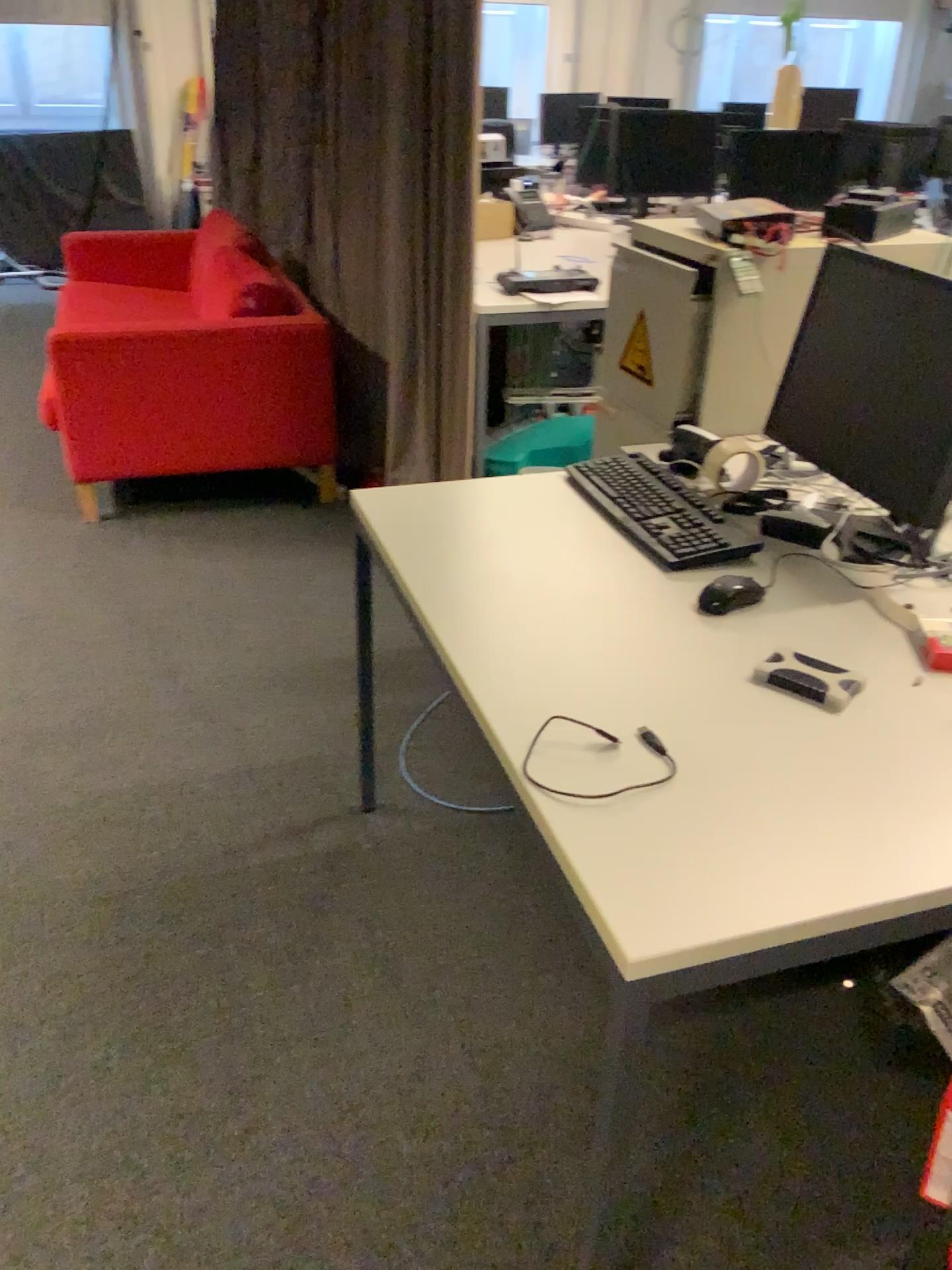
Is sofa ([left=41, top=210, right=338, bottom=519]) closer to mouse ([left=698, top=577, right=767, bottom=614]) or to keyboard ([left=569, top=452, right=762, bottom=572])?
keyboard ([left=569, top=452, right=762, bottom=572])

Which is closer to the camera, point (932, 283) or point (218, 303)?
point (932, 283)

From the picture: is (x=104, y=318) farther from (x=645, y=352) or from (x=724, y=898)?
(x=724, y=898)

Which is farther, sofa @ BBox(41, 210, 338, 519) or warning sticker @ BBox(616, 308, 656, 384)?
sofa @ BBox(41, 210, 338, 519)

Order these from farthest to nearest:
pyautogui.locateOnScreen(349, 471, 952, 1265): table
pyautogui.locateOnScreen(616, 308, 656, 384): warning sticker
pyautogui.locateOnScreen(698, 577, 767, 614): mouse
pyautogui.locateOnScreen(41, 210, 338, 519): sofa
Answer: pyautogui.locateOnScreen(41, 210, 338, 519): sofa → pyautogui.locateOnScreen(616, 308, 656, 384): warning sticker → pyautogui.locateOnScreen(698, 577, 767, 614): mouse → pyautogui.locateOnScreen(349, 471, 952, 1265): table

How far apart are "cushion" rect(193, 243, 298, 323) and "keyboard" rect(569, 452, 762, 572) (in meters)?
1.88

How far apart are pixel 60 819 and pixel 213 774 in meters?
0.3 m

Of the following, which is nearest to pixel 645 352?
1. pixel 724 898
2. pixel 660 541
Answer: pixel 660 541

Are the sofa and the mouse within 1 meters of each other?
no

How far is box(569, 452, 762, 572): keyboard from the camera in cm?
172
